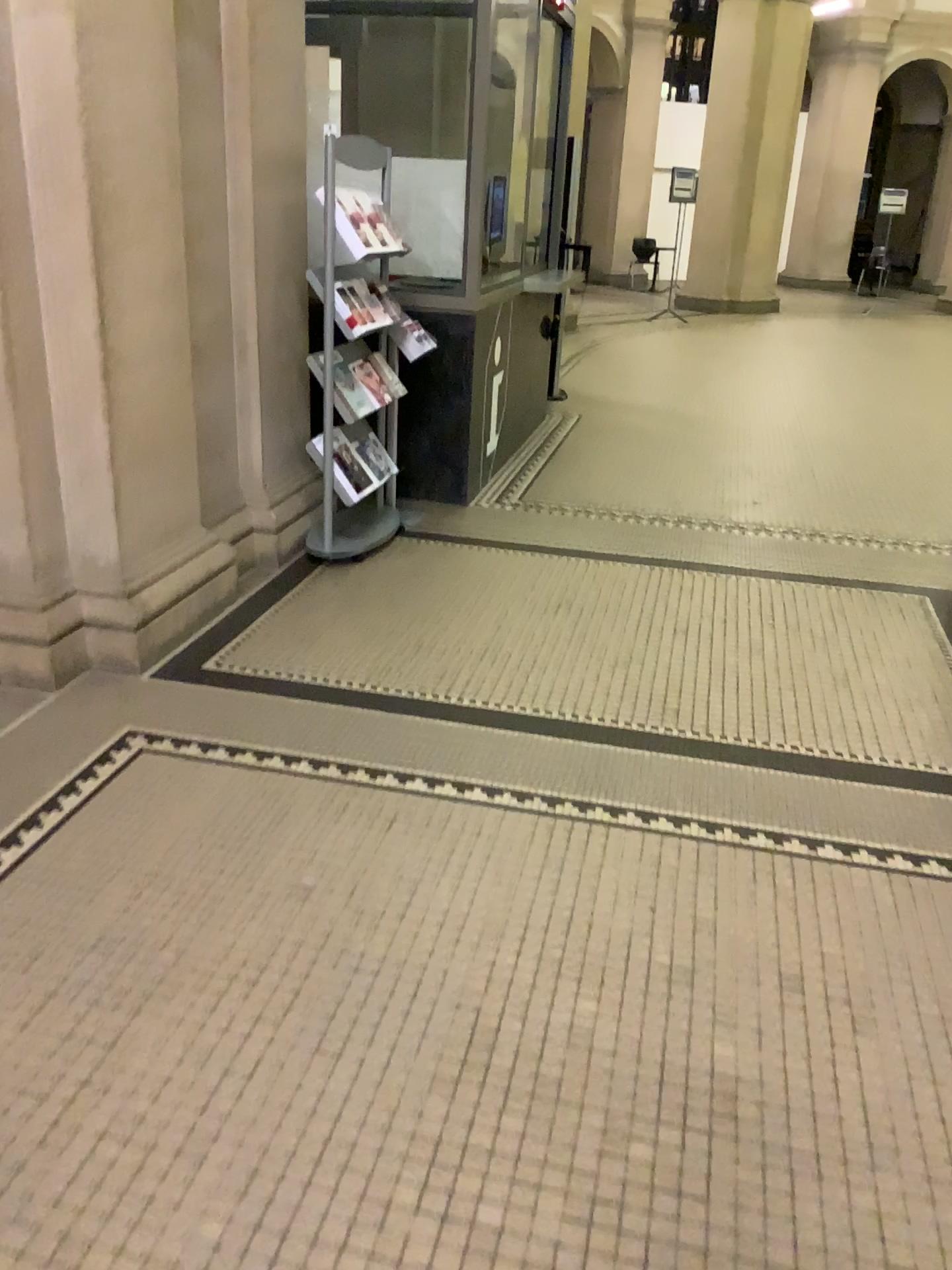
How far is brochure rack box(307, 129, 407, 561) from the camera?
4.02m

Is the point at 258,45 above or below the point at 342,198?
above

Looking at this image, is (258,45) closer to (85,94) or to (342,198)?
(342,198)

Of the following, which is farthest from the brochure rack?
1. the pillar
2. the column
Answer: the pillar

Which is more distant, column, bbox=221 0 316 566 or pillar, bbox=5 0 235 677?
column, bbox=221 0 316 566

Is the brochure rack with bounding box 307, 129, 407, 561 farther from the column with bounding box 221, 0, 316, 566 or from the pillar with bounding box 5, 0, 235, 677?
the pillar with bounding box 5, 0, 235, 677

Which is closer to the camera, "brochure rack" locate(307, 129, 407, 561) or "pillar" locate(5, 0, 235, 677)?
"pillar" locate(5, 0, 235, 677)

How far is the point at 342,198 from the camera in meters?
4.0

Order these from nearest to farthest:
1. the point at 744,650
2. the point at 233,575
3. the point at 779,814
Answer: the point at 779,814
the point at 744,650
the point at 233,575
